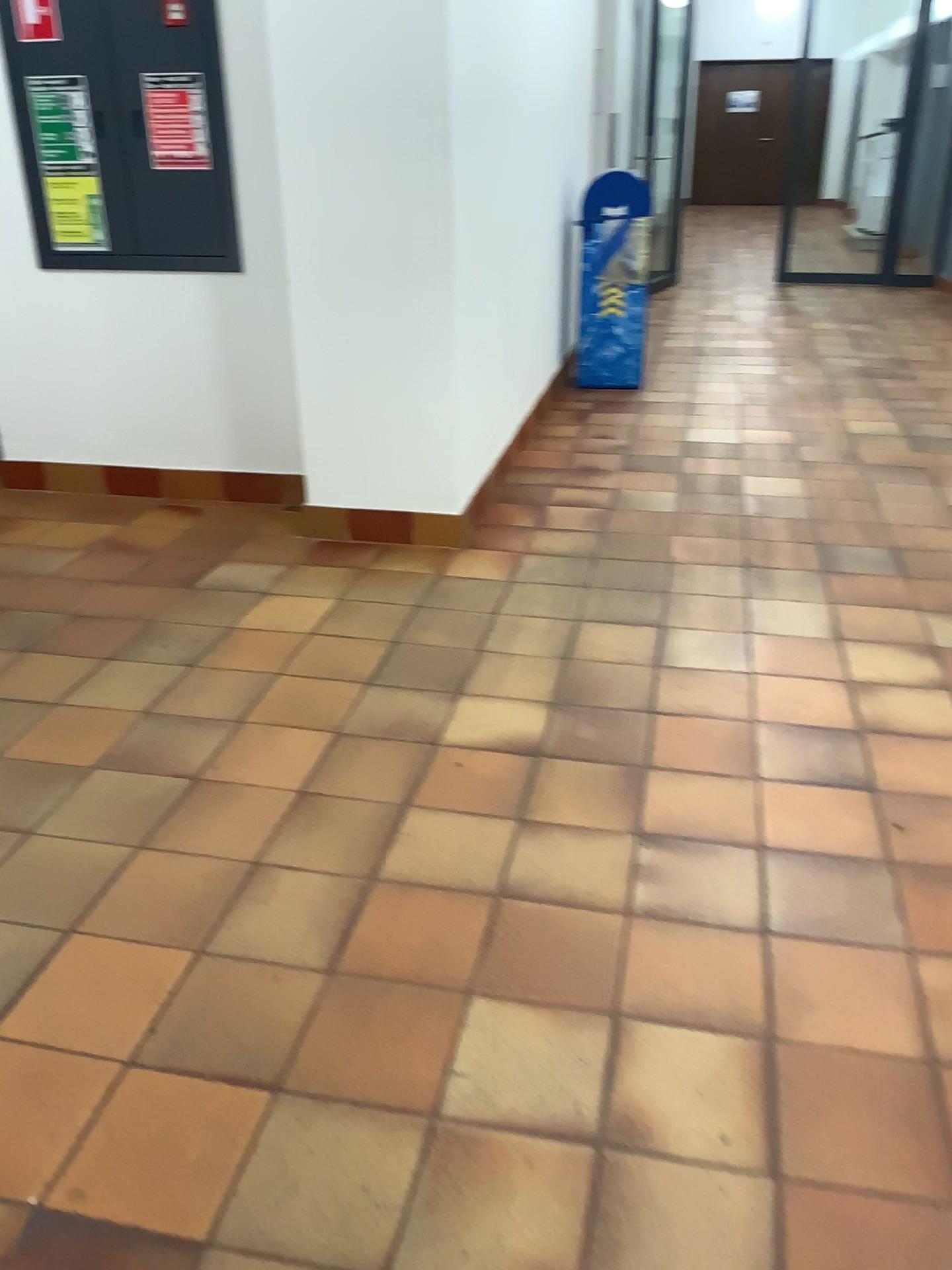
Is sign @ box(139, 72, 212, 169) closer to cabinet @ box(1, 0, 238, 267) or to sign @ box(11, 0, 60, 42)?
cabinet @ box(1, 0, 238, 267)

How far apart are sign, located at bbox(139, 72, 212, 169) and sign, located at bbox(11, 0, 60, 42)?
0.4 meters

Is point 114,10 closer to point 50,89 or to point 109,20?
point 109,20

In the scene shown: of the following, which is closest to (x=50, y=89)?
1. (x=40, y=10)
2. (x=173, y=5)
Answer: (x=40, y=10)

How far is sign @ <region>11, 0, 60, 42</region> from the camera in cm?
355

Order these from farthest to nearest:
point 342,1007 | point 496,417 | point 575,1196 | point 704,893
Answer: point 496,417, point 704,893, point 342,1007, point 575,1196

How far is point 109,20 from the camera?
3.5 meters

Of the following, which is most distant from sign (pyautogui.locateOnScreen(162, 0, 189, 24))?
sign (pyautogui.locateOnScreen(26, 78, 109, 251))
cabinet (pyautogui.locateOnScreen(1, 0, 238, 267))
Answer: sign (pyautogui.locateOnScreen(26, 78, 109, 251))

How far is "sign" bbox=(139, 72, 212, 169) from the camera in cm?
355
